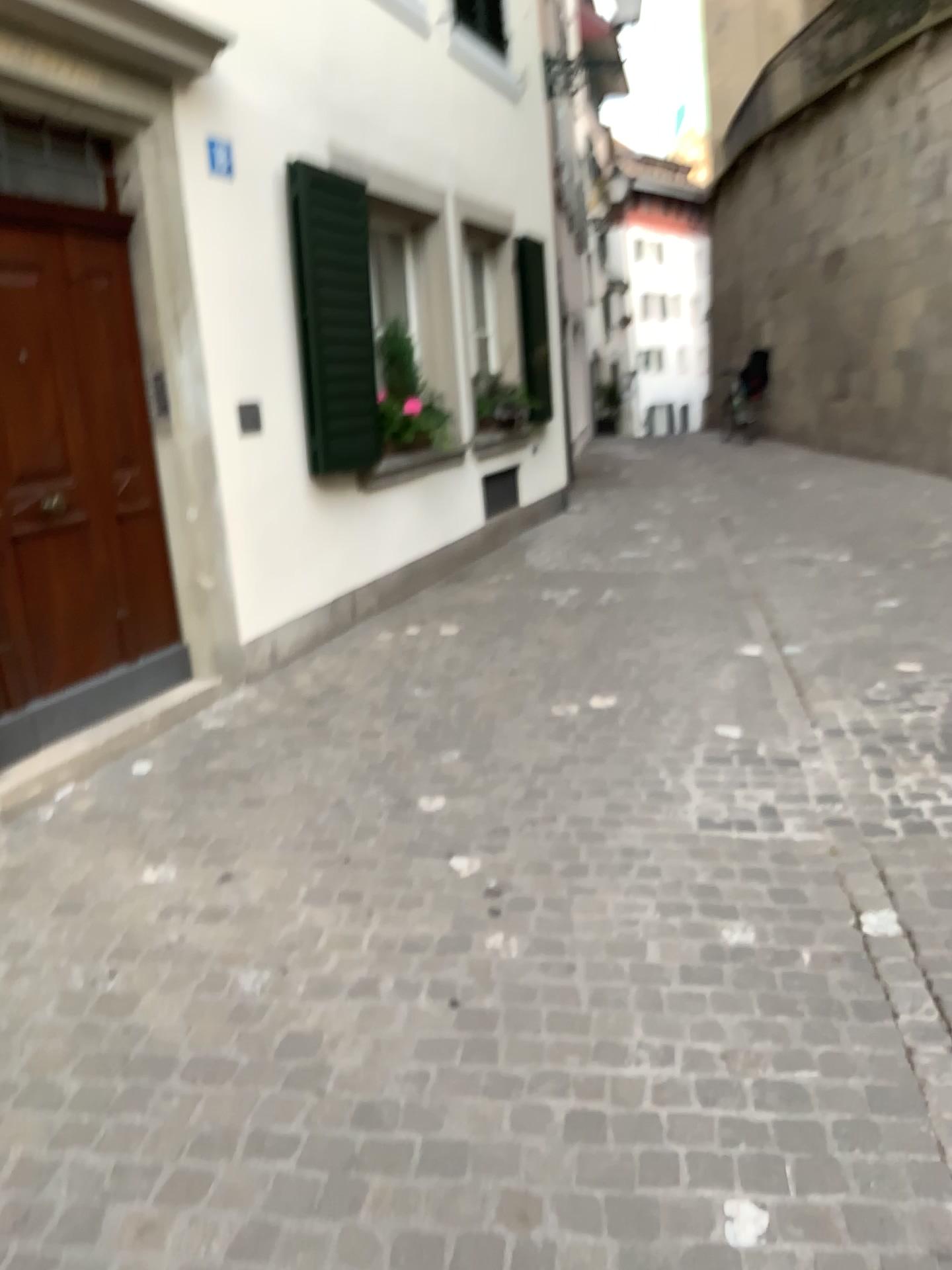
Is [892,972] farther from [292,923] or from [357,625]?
[357,625]
